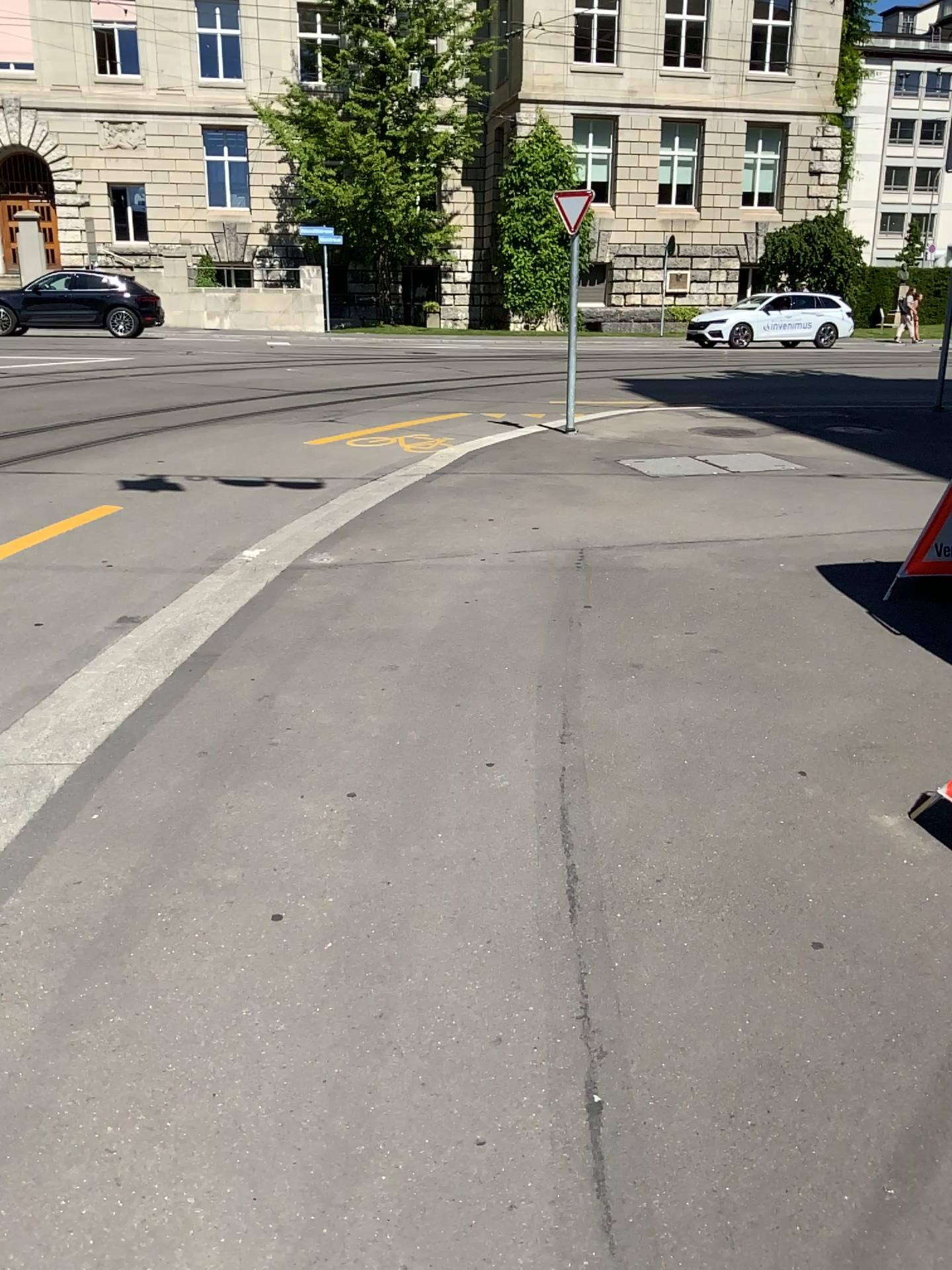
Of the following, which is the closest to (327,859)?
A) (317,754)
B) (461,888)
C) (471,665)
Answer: (461,888)
